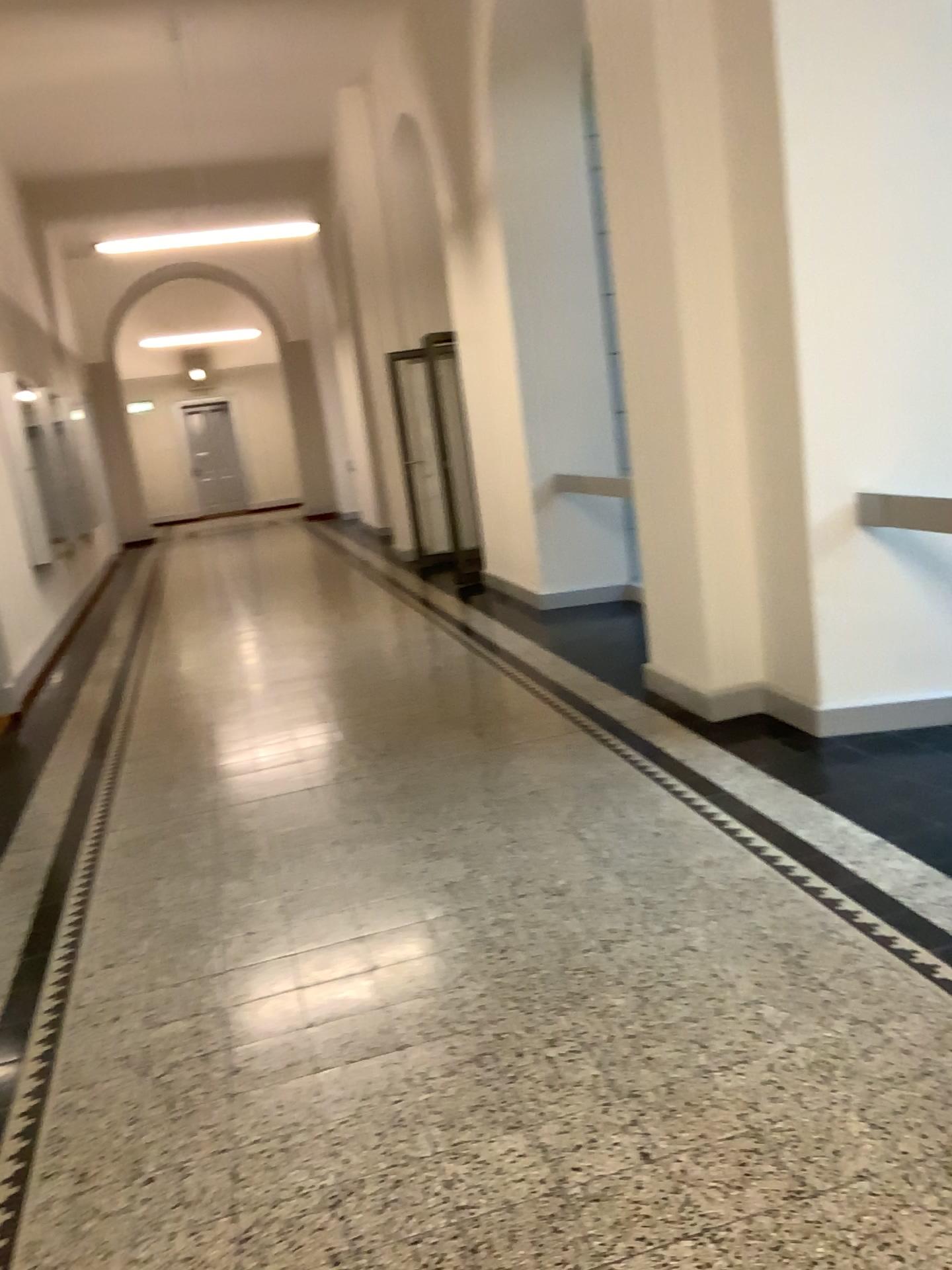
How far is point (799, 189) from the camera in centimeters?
387cm
